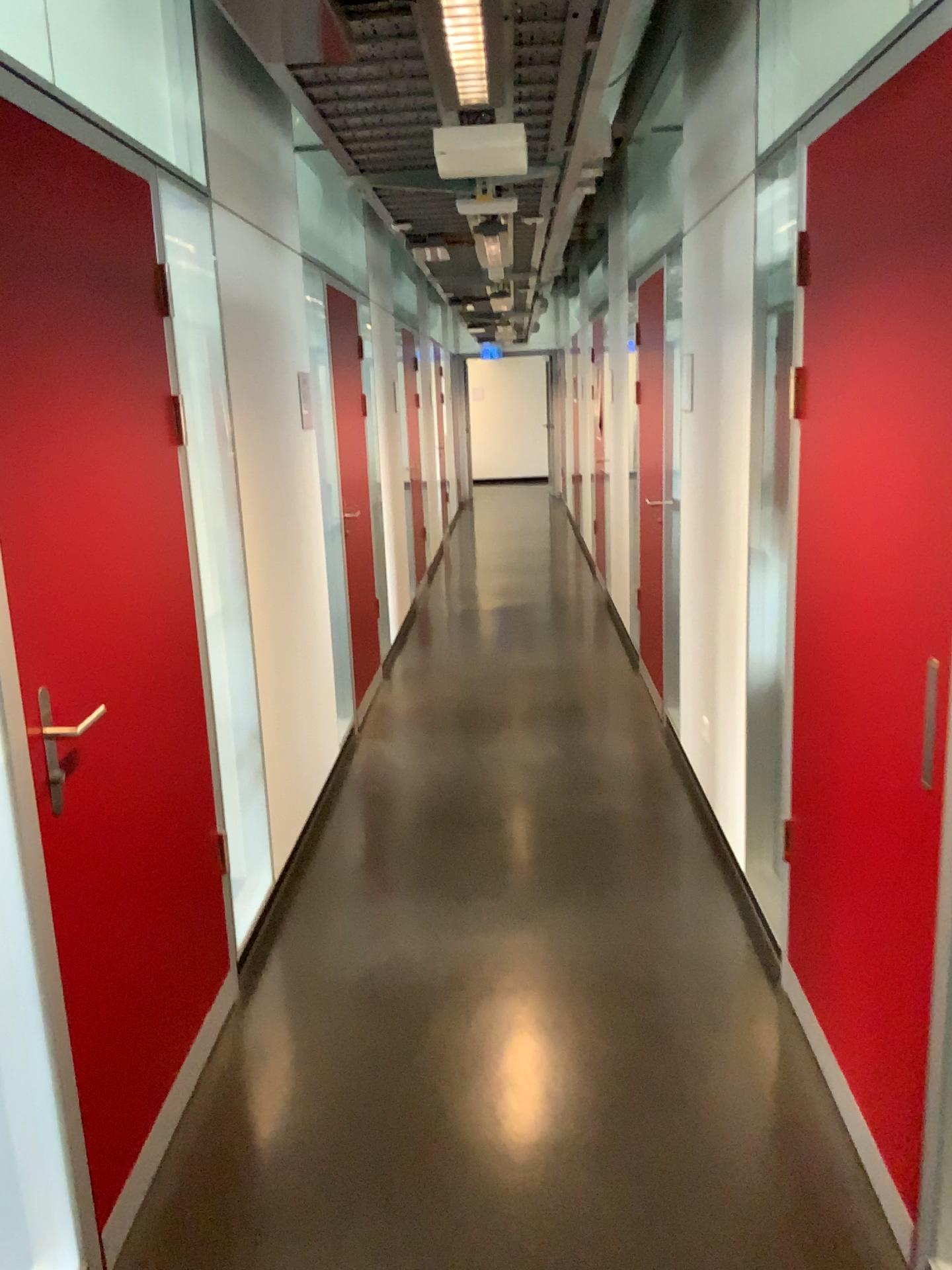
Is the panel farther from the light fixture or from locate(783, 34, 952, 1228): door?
locate(783, 34, 952, 1228): door

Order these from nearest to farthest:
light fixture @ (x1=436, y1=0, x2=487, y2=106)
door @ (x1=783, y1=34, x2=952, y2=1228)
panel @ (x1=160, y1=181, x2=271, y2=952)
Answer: door @ (x1=783, y1=34, x2=952, y2=1228) → light fixture @ (x1=436, y1=0, x2=487, y2=106) → panel @ (x1=160, y1=181, x2=271, y2=952)

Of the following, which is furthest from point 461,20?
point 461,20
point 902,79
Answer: point 902,79

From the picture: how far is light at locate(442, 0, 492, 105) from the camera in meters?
2.2

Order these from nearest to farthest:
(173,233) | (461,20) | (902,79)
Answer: (902,79)
(461,20)
(173,233)

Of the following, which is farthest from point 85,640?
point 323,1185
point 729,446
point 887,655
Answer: point 729,446

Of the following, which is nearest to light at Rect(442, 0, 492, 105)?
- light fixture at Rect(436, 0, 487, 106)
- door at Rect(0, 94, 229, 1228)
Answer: light fixture at Rect(436, 0, 487, 106)

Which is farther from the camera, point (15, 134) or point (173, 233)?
point (173, 233)

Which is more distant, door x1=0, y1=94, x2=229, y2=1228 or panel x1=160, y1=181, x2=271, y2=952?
panel x1=160, y1=181, x2=271, y2=952

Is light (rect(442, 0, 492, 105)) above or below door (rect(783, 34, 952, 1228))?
above
